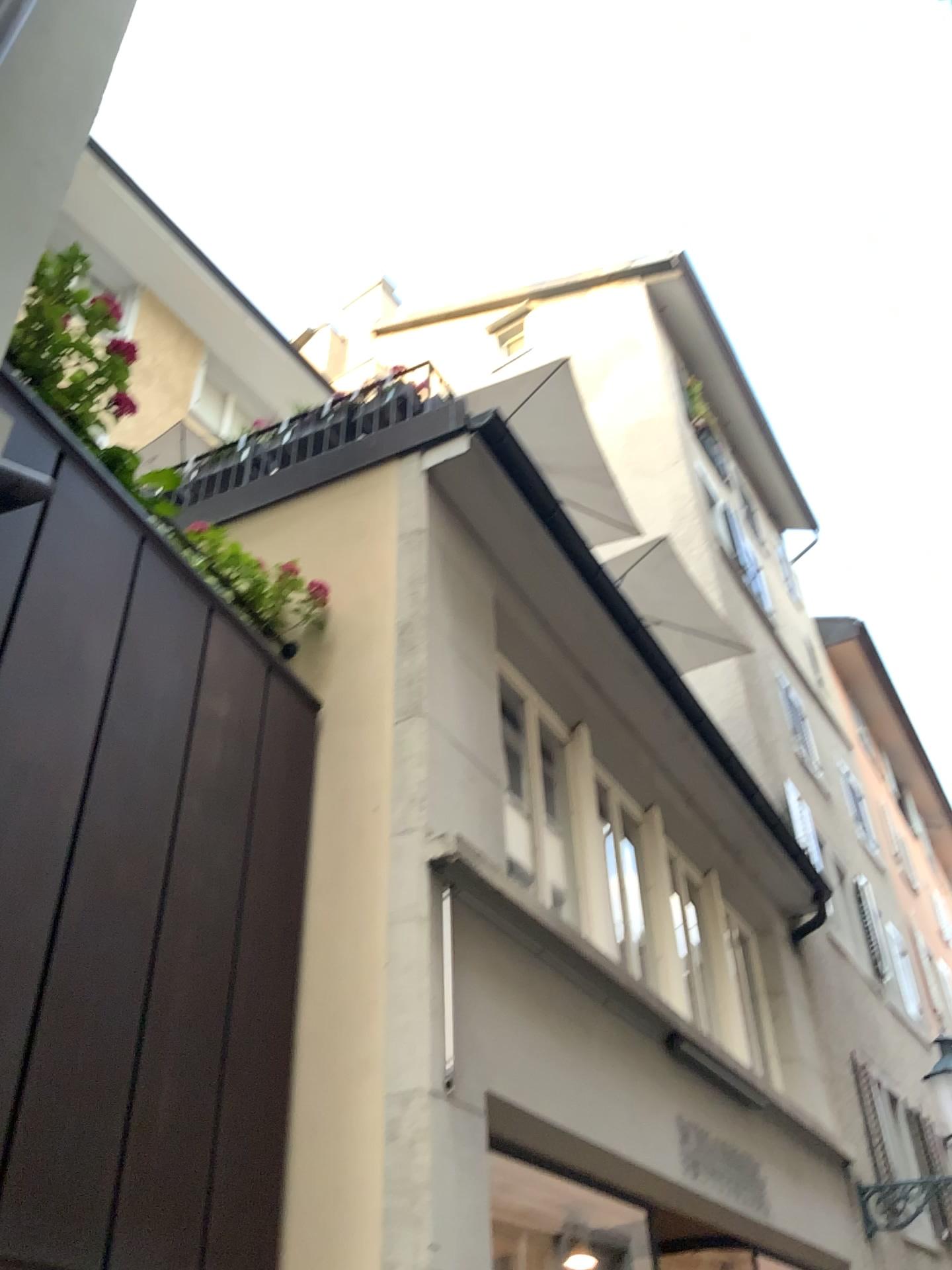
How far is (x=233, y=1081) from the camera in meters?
3.5
